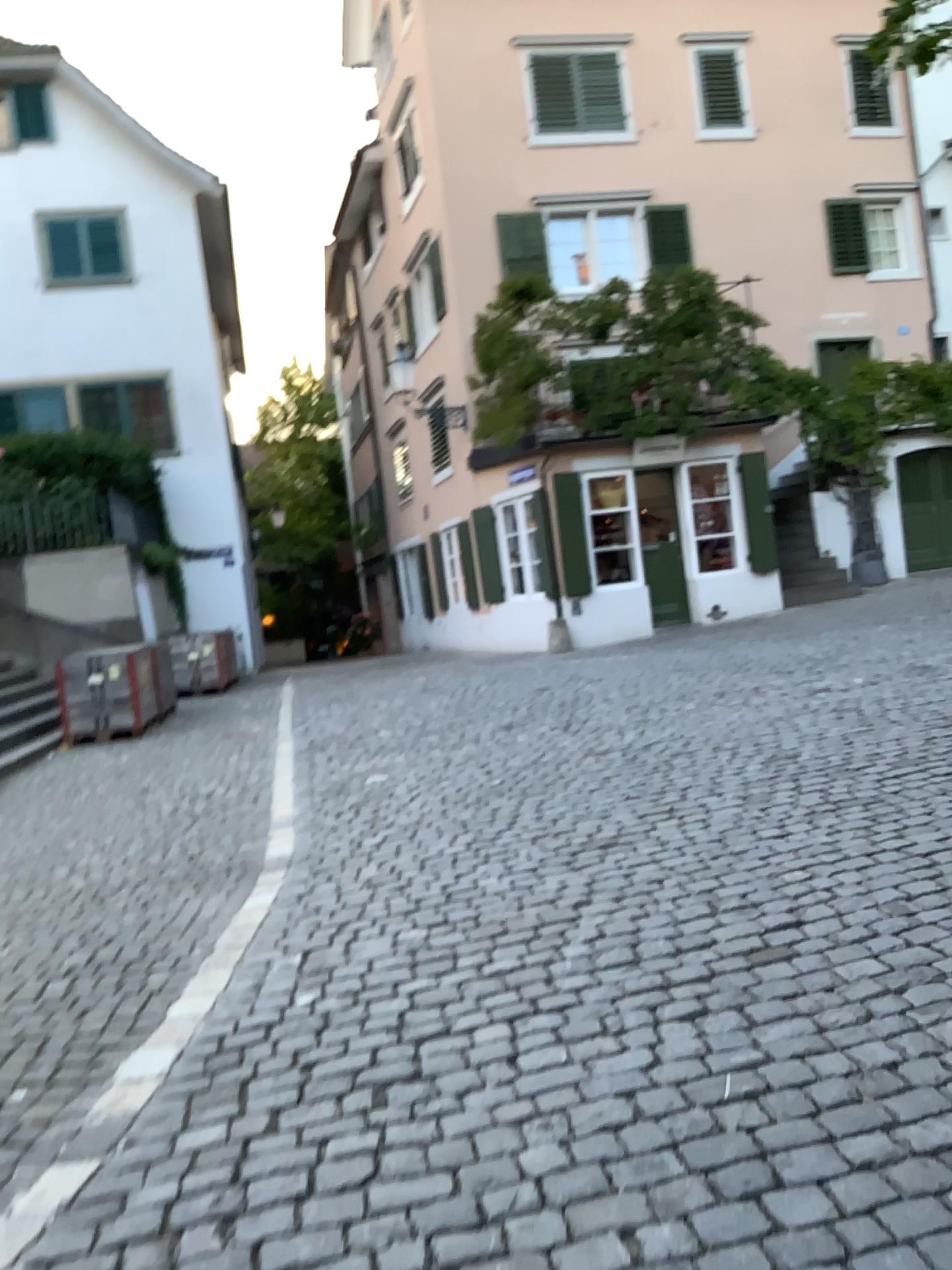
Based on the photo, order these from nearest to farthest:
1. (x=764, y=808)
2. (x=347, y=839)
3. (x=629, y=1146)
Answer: (x=629, y=1146)
(x=764, y=808)
(x=347, y=839)
